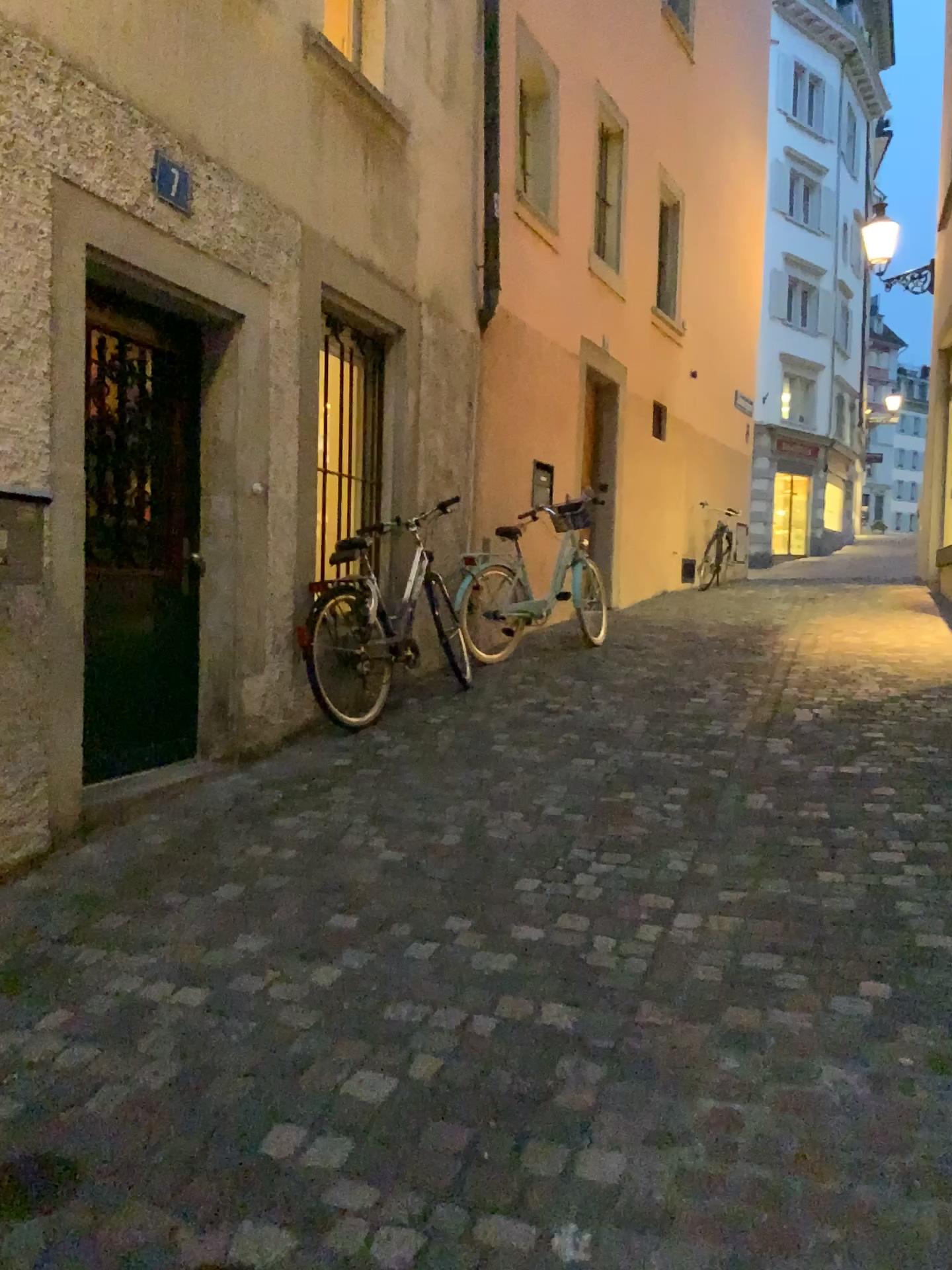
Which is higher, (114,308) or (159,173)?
(159,173)

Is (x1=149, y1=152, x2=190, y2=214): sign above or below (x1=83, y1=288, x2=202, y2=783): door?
above

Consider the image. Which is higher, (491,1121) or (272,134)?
(272,134)
